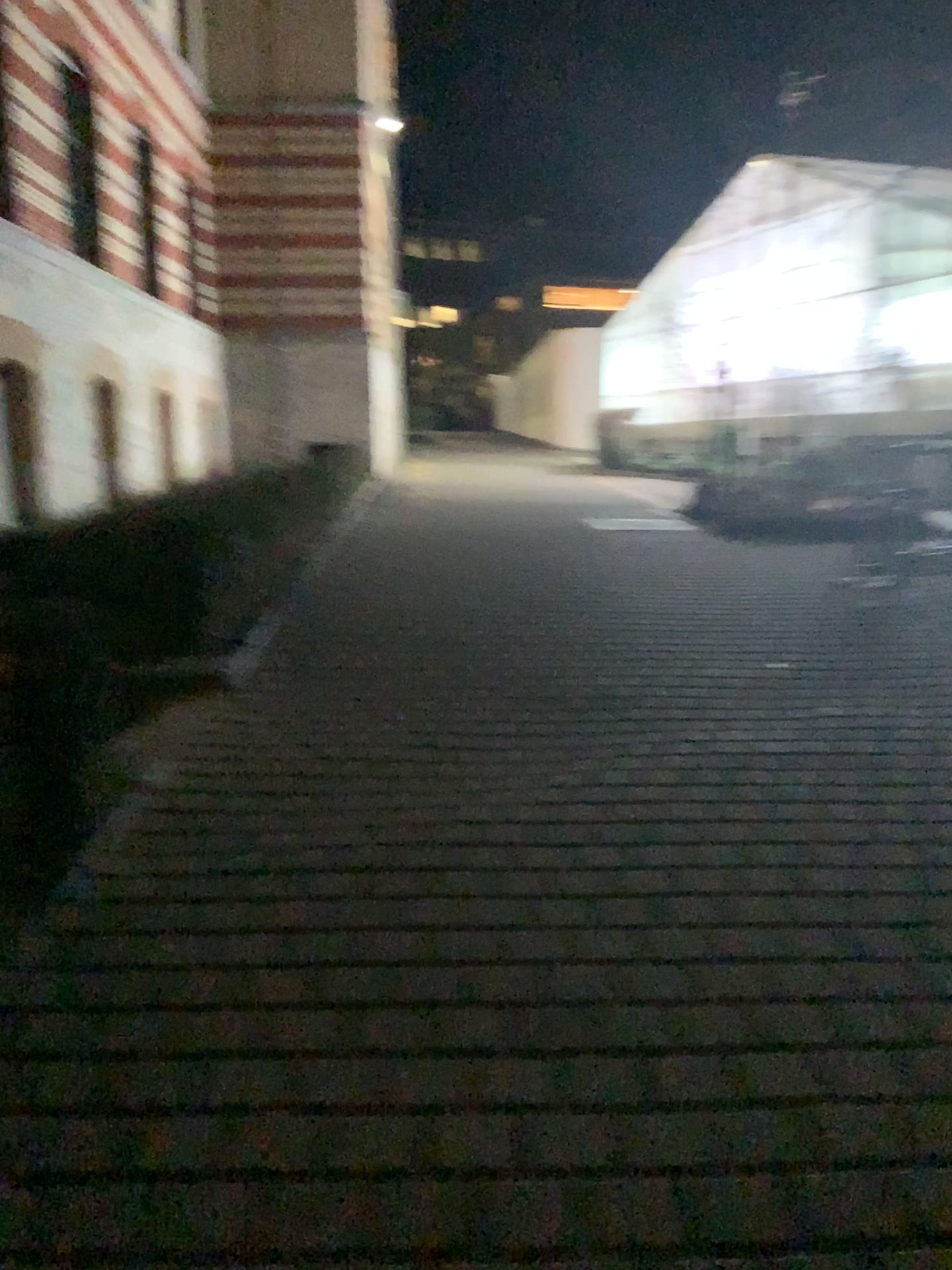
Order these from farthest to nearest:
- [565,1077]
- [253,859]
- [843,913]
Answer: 1. [253,859]
2. [843,913]
3. [565,1077]
